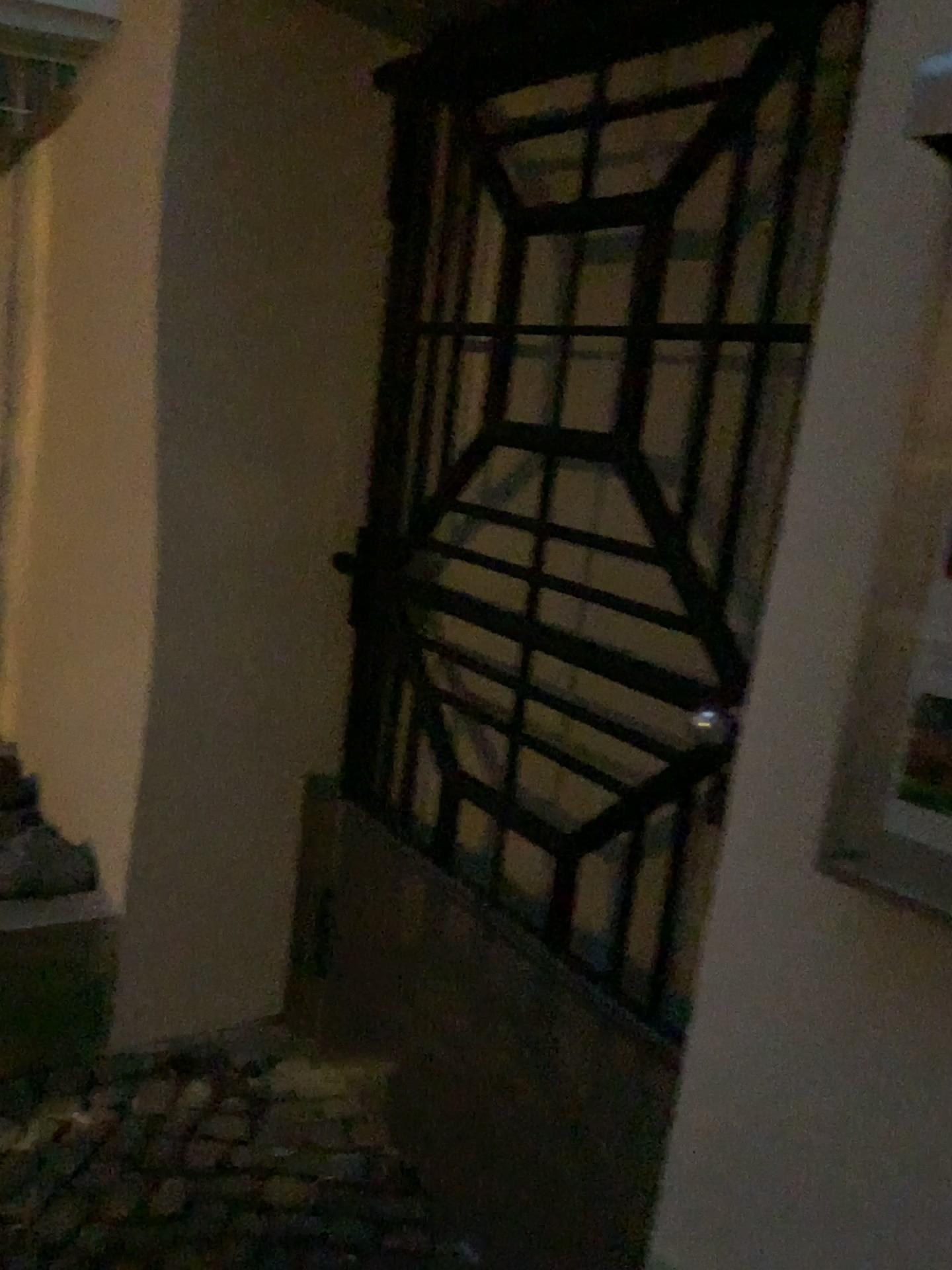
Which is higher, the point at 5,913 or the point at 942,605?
the point at 942,605

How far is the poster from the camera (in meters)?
0.72

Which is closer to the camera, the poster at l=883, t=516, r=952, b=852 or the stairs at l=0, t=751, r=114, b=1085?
the poster at l=883, t=516, r=952, b=852

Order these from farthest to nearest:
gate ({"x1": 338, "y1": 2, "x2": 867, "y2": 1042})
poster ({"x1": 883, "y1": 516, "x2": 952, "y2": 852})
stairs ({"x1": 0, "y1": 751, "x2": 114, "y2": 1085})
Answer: stairs ({"x1": 0, "y1": 751, "x2": 114, "y2": 1085}), gate ({"x1": 338, "y1": 2, "x2": 867, "y2": 1042}), poster ({"x1": 883, "y1": 516, "x2": 952, "y2": 852})

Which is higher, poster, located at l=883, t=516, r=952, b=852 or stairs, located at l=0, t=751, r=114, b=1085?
poster, located at l=883, t=516, r=952, b=852

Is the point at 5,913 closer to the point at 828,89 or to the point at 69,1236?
the point at 69,1236

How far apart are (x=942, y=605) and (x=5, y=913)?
1.9m

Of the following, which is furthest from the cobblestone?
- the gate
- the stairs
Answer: the gate

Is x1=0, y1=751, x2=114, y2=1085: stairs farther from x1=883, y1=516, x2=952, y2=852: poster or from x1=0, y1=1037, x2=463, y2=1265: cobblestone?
x1=883, y1=516, x2=952, y2=852: poster

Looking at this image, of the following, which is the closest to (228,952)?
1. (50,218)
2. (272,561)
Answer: (272,561)
